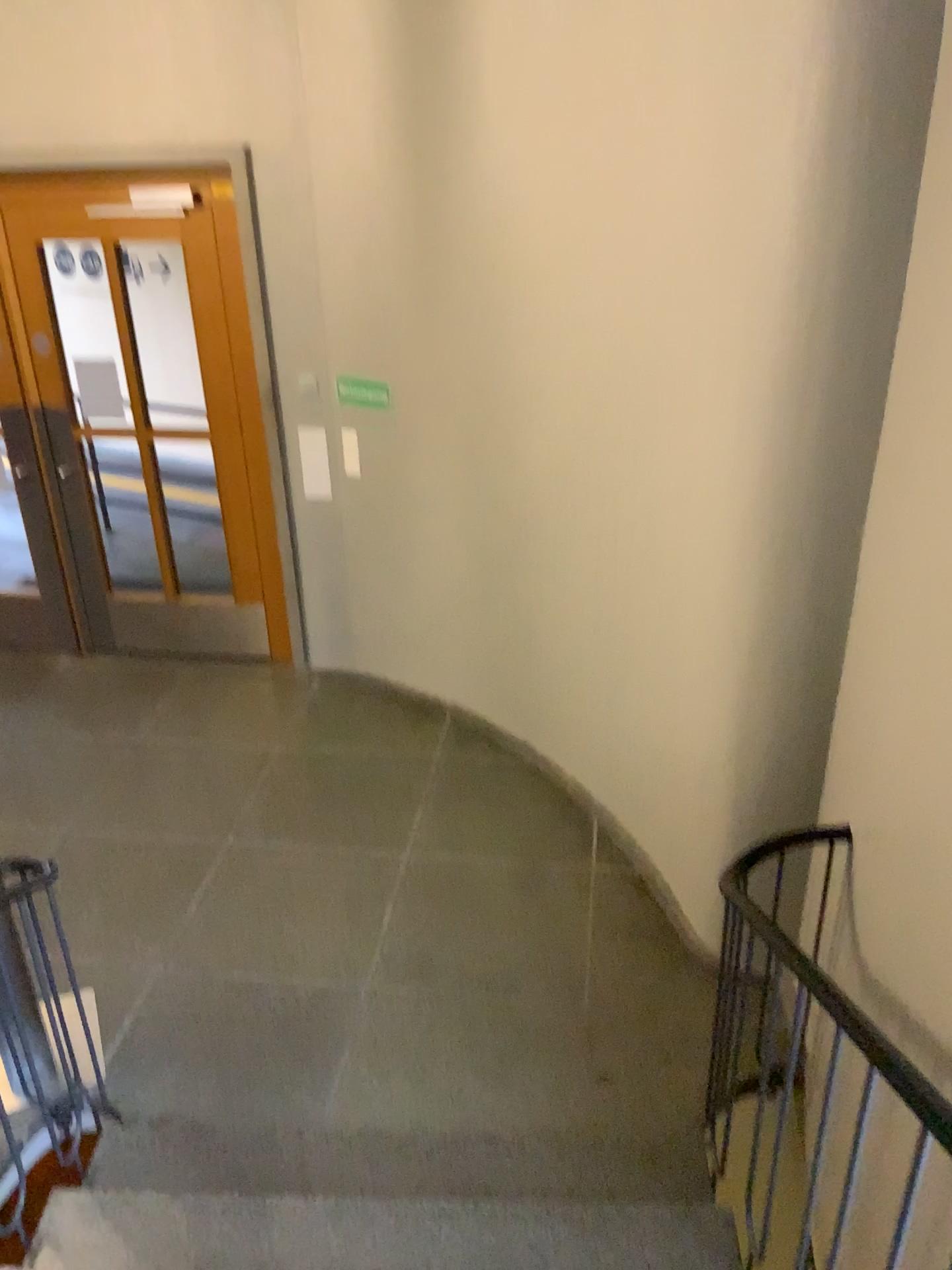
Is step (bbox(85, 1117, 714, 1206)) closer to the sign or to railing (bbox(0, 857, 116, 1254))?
railing (bbox(0, 857, 116, 1254))

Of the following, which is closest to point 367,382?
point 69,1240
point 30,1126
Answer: point 30,1126

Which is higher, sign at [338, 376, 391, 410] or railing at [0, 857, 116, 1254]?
sign at [338, 376, 391, 410]

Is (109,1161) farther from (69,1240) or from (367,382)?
(367,382)

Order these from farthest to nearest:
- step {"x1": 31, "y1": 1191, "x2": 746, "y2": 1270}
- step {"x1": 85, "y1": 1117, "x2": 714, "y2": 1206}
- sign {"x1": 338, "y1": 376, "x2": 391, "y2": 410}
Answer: → 1. sign {"x1": 338, "y1": 376, "x2": 391, "y2": 410}
2. step {"x1": 85, "y1": 1117, "x2": 714, "y2": 1206}
3. step {"x1": 31, "y1": 1191, "x2": 746, "y2": 1270}

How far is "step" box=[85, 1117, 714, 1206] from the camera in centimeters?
270cm

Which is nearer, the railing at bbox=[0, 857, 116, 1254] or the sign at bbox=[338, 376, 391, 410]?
the railing at bbox=[0, 857, 116, 1254]

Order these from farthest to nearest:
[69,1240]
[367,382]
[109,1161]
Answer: [367,382]
[109,1161]
[69,1240]

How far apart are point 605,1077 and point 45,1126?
1.6 meters

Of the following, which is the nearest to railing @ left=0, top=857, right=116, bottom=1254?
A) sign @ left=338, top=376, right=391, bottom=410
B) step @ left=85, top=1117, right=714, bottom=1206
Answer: step @ left=85, top=1117, right=714, bottom=1206
